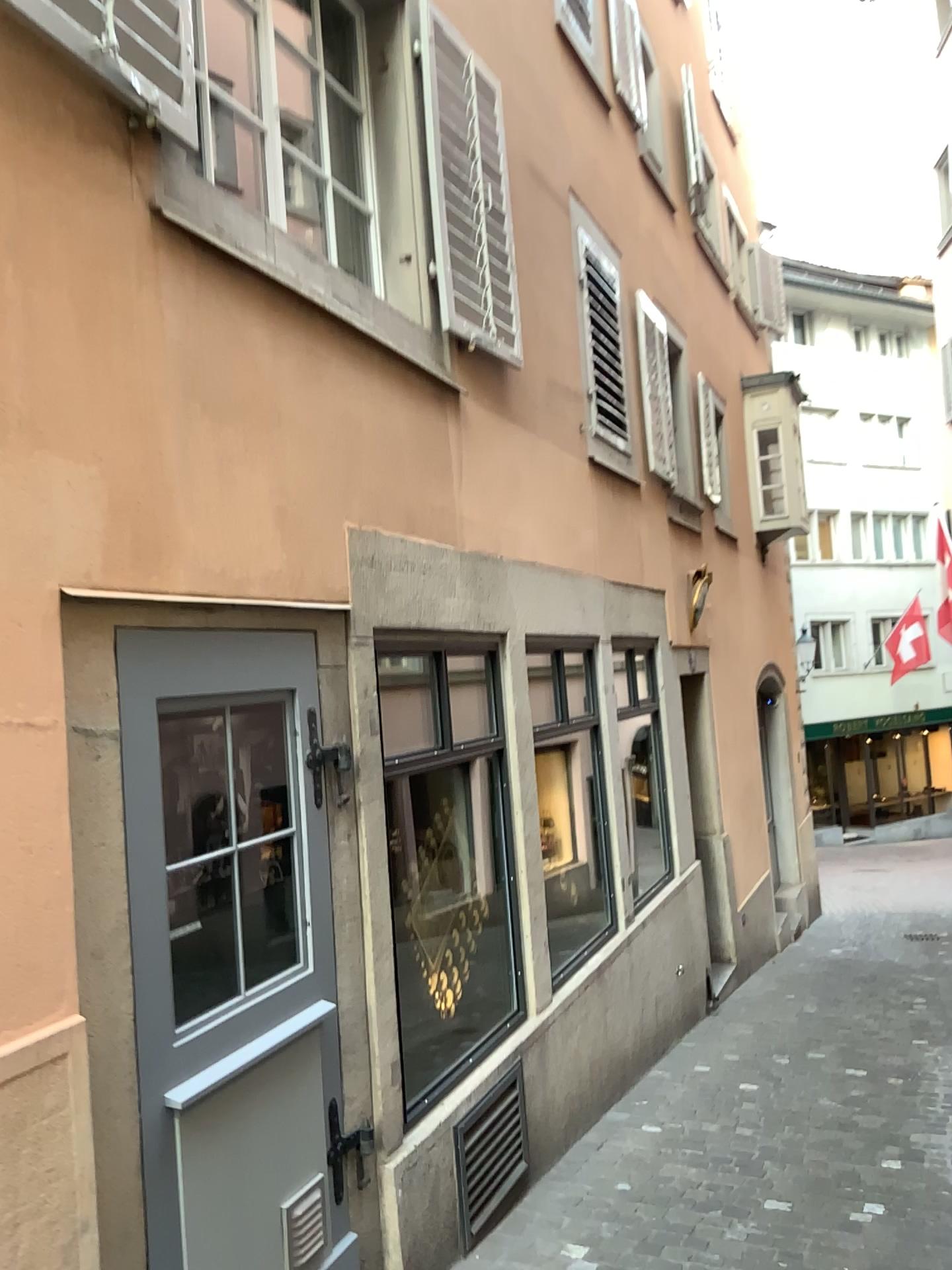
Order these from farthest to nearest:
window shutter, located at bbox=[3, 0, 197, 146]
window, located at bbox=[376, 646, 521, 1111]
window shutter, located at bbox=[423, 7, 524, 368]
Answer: window shutter, located at bbox=[423, 7, 524, 368]
window, located at bbox=[376, 646, 521, 1111]
window shutter, located at bbox=[3, 0, 197, 146]

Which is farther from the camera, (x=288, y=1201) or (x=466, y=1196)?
(x=466, y=1196)

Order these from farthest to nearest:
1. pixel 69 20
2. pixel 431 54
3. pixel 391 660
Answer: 1. pixel 431 54
2. pixel 391 660
3. pixel 69 20

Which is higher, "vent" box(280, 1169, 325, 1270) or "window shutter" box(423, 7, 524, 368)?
"window shutter" box(423, 7, 524, 368)

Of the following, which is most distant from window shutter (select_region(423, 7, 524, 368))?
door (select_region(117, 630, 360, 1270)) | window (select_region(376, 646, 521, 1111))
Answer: door (select_region(117, 630, 360, 1270))

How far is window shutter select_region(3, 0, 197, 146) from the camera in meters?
2.3 m

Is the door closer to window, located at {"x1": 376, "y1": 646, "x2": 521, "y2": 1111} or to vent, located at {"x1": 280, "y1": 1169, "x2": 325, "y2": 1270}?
vent, located at {"x1": 280, "y1": 1169, "x2": 325, "y2": 1270}

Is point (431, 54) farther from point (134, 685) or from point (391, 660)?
point (134, 685)

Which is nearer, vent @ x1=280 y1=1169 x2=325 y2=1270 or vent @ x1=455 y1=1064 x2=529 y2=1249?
vent @ x1=280 y1=1169 x2=325 y2=1270

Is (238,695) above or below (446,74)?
below
